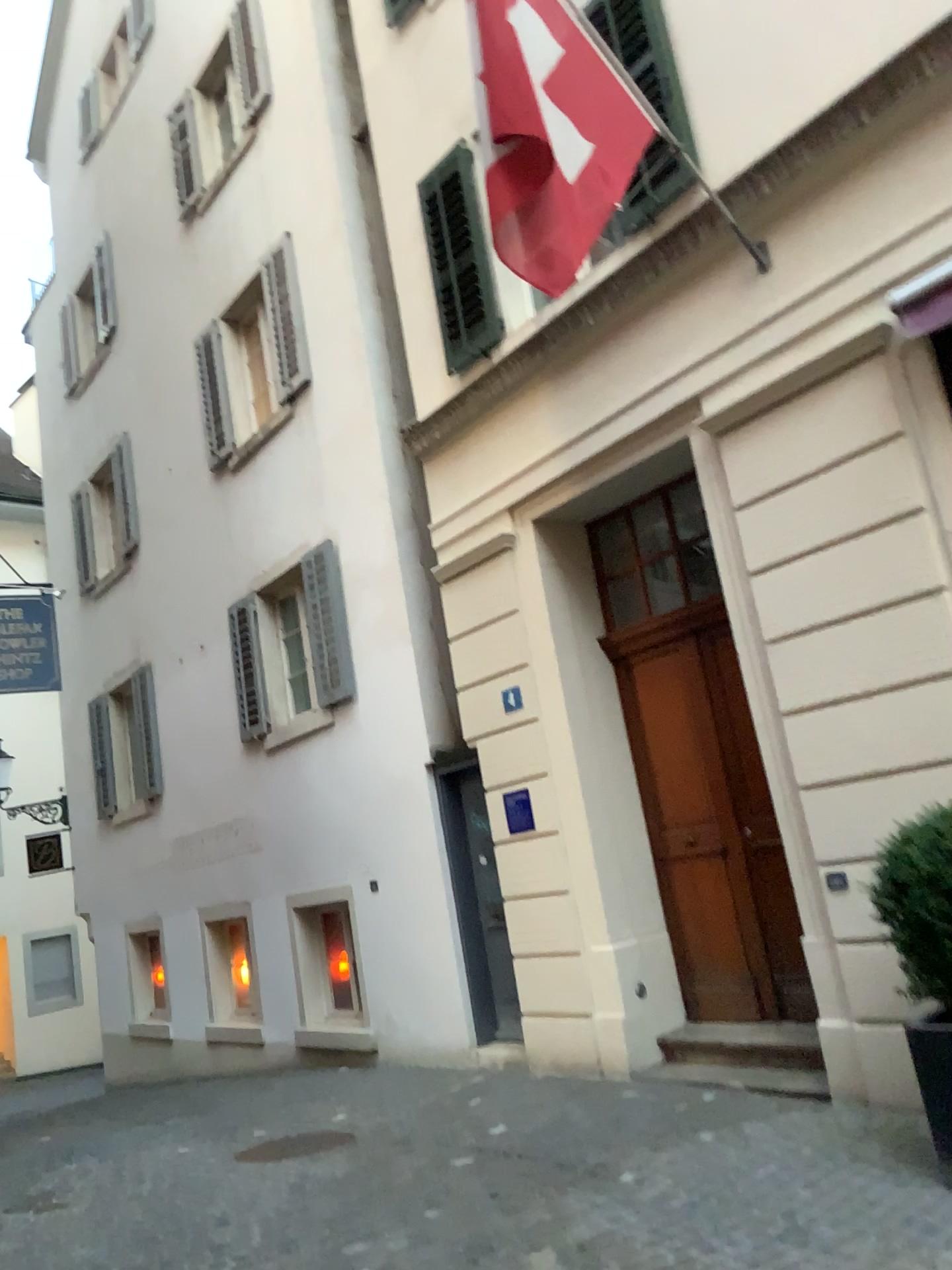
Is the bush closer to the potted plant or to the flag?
the potted plant

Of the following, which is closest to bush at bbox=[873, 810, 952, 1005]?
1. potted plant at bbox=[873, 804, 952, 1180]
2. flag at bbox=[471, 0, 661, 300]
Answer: potted plant at bbox=[873, 804, 952, 1180]

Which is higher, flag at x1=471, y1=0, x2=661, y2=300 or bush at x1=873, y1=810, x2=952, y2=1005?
flag at x1=471, y1=0, x2=661, y2=300

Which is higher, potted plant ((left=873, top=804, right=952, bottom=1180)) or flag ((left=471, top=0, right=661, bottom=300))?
flag ((left=471, top=0, right=661, bottom=300))

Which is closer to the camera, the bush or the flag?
the bush

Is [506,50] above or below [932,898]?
above

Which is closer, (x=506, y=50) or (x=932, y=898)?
(x=932, y=898)

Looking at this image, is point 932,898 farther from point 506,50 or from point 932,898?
point 506,50

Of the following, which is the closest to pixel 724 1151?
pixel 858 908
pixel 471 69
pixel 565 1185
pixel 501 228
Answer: pixel 565 1185
